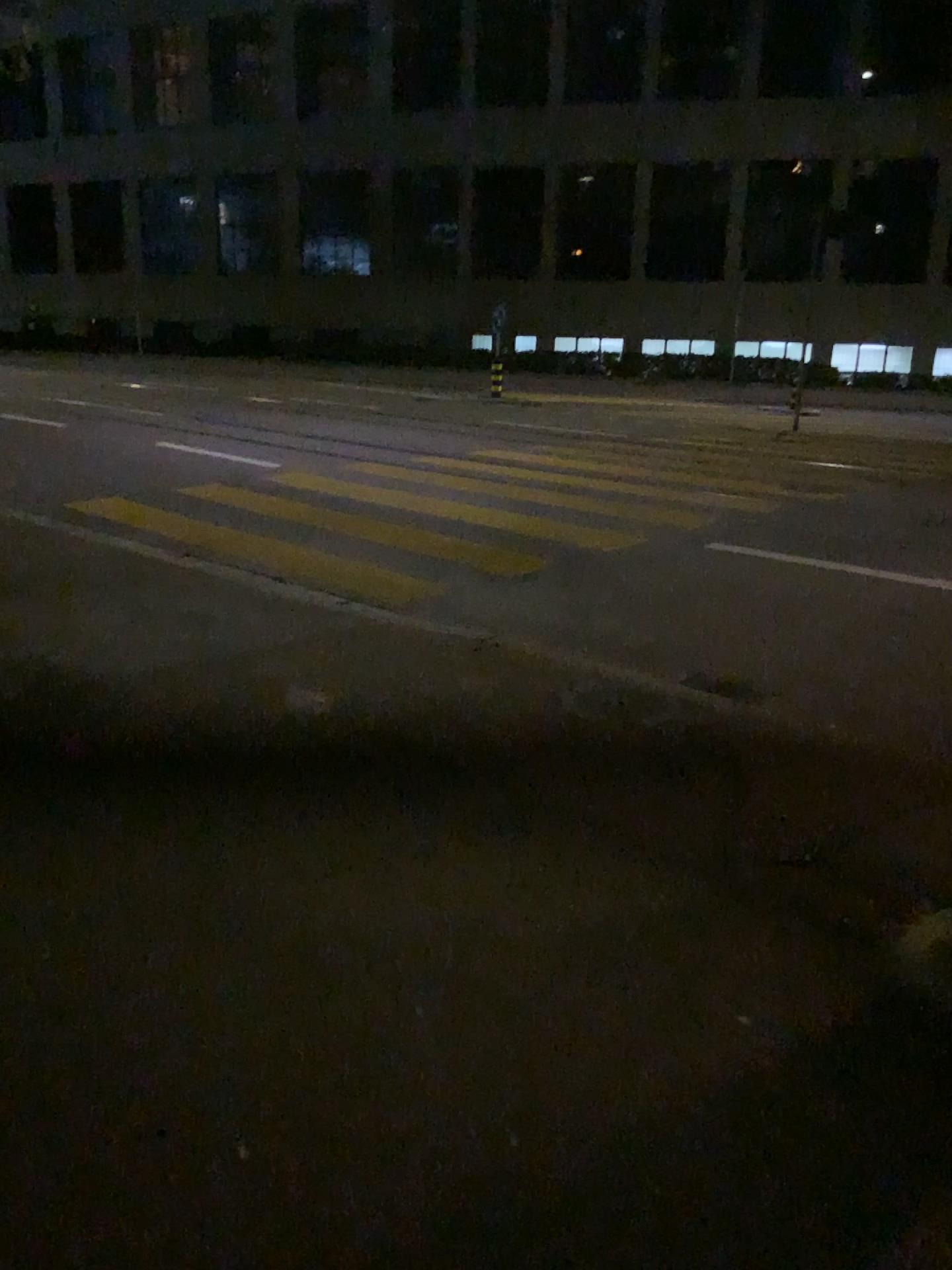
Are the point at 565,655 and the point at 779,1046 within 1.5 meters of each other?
no
